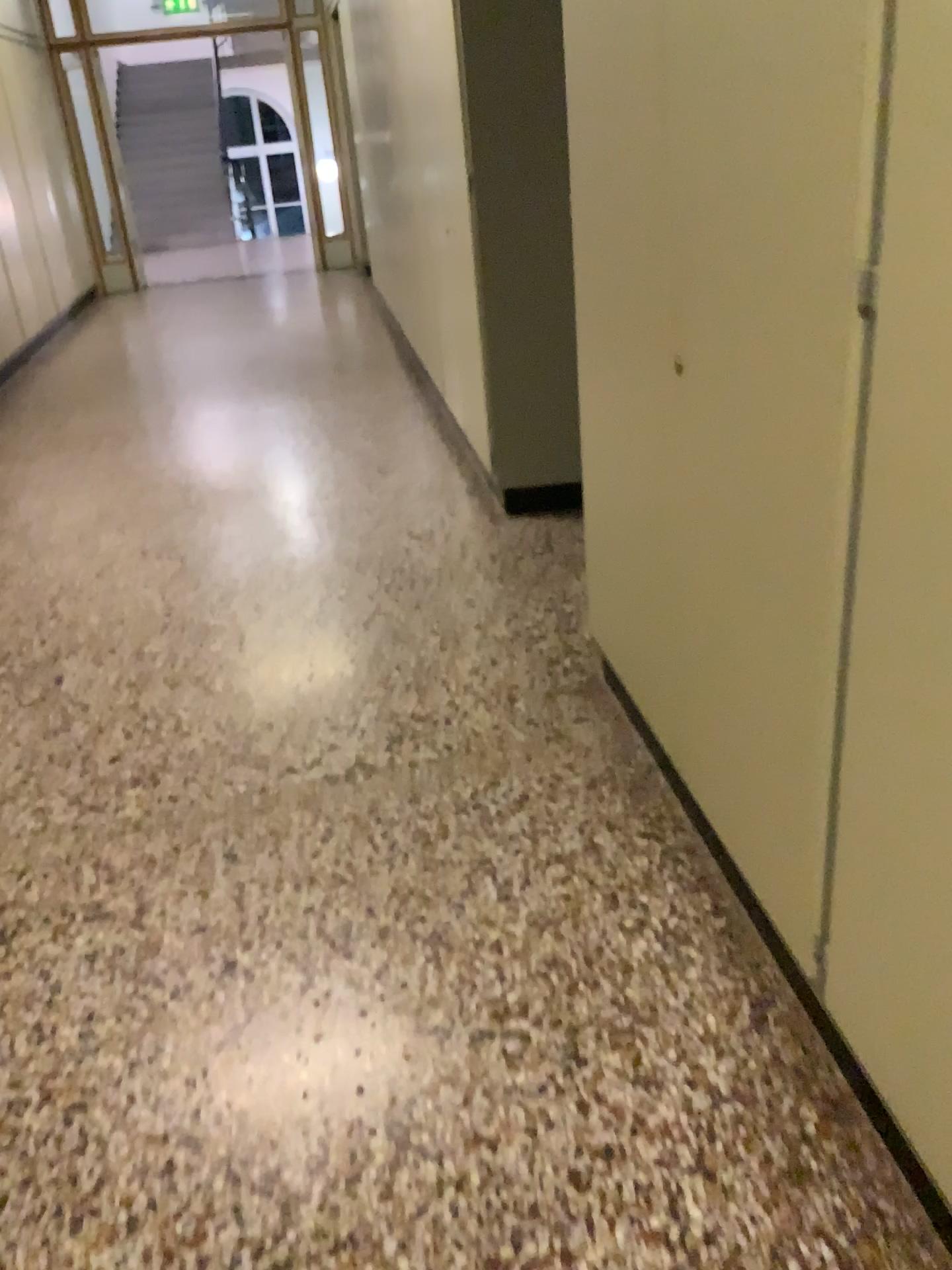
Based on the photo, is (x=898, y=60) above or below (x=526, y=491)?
above

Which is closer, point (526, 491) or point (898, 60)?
point (898, 60)

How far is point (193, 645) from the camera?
3.21m

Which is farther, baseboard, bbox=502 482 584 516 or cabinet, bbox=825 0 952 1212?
baseboard, bbox=502 482 584 516
